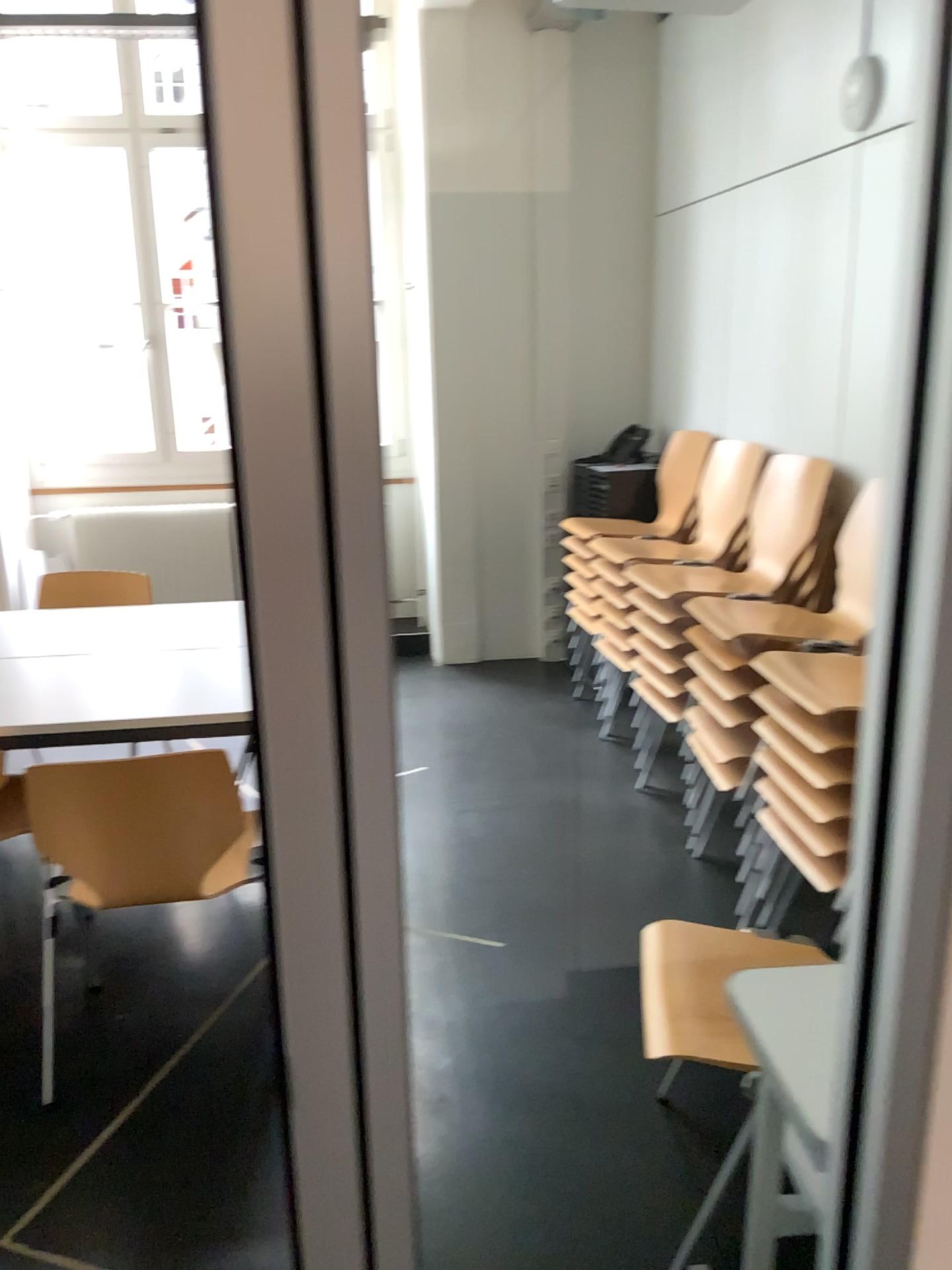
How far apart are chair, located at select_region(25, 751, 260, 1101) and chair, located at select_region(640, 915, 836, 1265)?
1.0m

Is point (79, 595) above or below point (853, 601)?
below

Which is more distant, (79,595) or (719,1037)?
(79,595)

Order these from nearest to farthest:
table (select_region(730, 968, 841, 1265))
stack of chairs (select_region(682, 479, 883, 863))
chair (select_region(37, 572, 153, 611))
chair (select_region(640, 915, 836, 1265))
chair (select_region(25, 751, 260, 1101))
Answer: table (select_region(730, 968, 841, 1265)), chair (select_region(640, 915, 836, 1265)), chair (select_region(25, 751, 260, 1101)), stack of chairs (select_region(682, 479, 883, 863)), chair (select_region(37, 572, 153, 611))

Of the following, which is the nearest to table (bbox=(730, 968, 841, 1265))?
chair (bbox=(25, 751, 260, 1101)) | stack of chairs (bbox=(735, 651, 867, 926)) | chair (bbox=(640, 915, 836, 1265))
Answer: chair (bbox=(640, 915, 836, 1265))

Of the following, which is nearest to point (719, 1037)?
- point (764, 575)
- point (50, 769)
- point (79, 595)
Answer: point (764, 575)

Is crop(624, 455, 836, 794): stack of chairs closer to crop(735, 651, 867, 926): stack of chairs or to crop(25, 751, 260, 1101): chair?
crop(735, 651, 867, 926): stack of chairs

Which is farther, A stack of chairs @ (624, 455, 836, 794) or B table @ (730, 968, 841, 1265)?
A stack of chairs @ (624, 455, 836, 794)

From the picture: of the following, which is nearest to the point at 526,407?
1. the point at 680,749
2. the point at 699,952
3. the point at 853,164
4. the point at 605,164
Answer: the point at 605,164

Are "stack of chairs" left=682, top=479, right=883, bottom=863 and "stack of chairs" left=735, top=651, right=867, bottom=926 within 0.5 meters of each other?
yes
